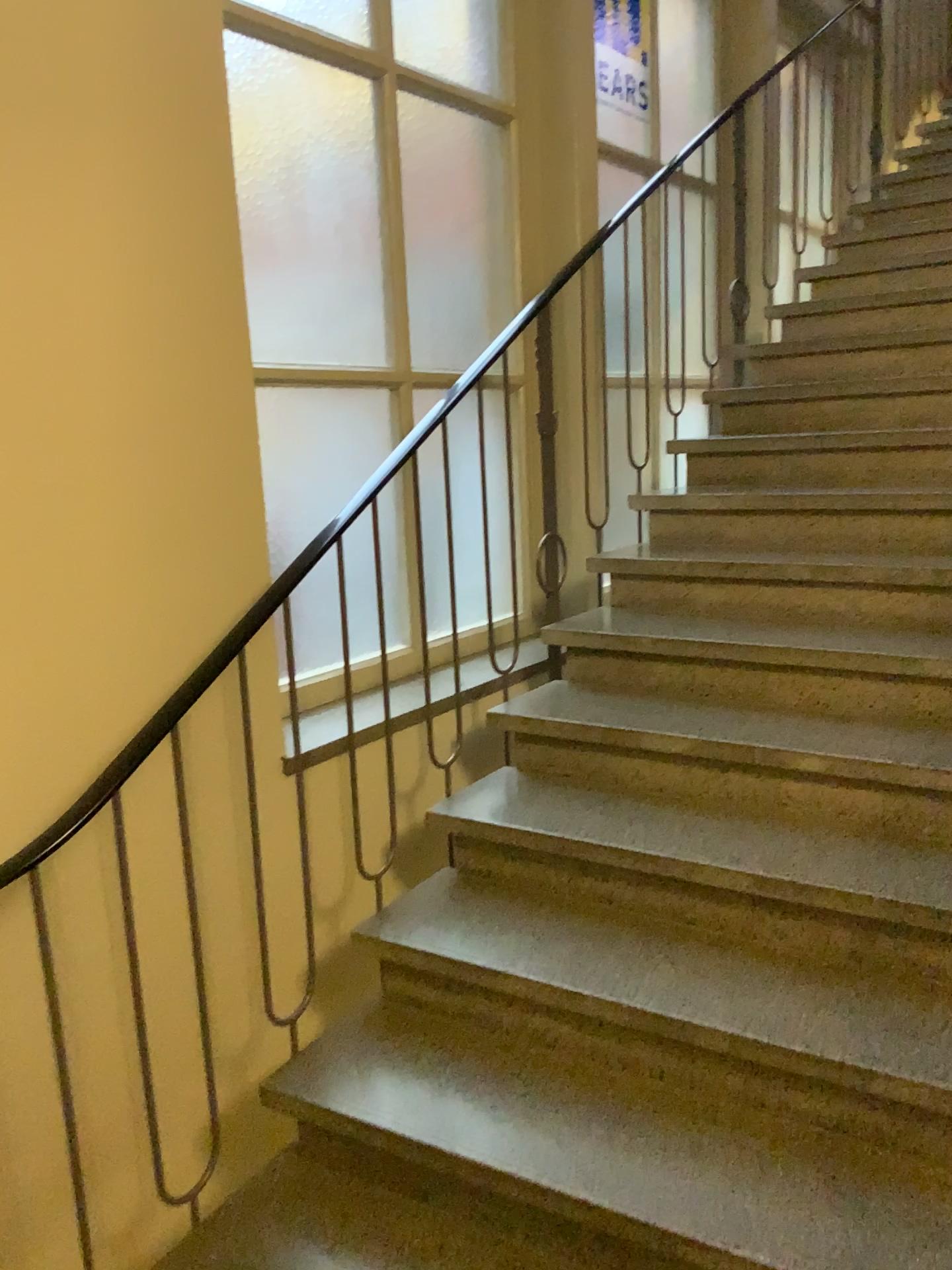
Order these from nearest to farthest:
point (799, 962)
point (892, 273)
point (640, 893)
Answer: point (799, 962), point (640, 893), point (892, 273)
